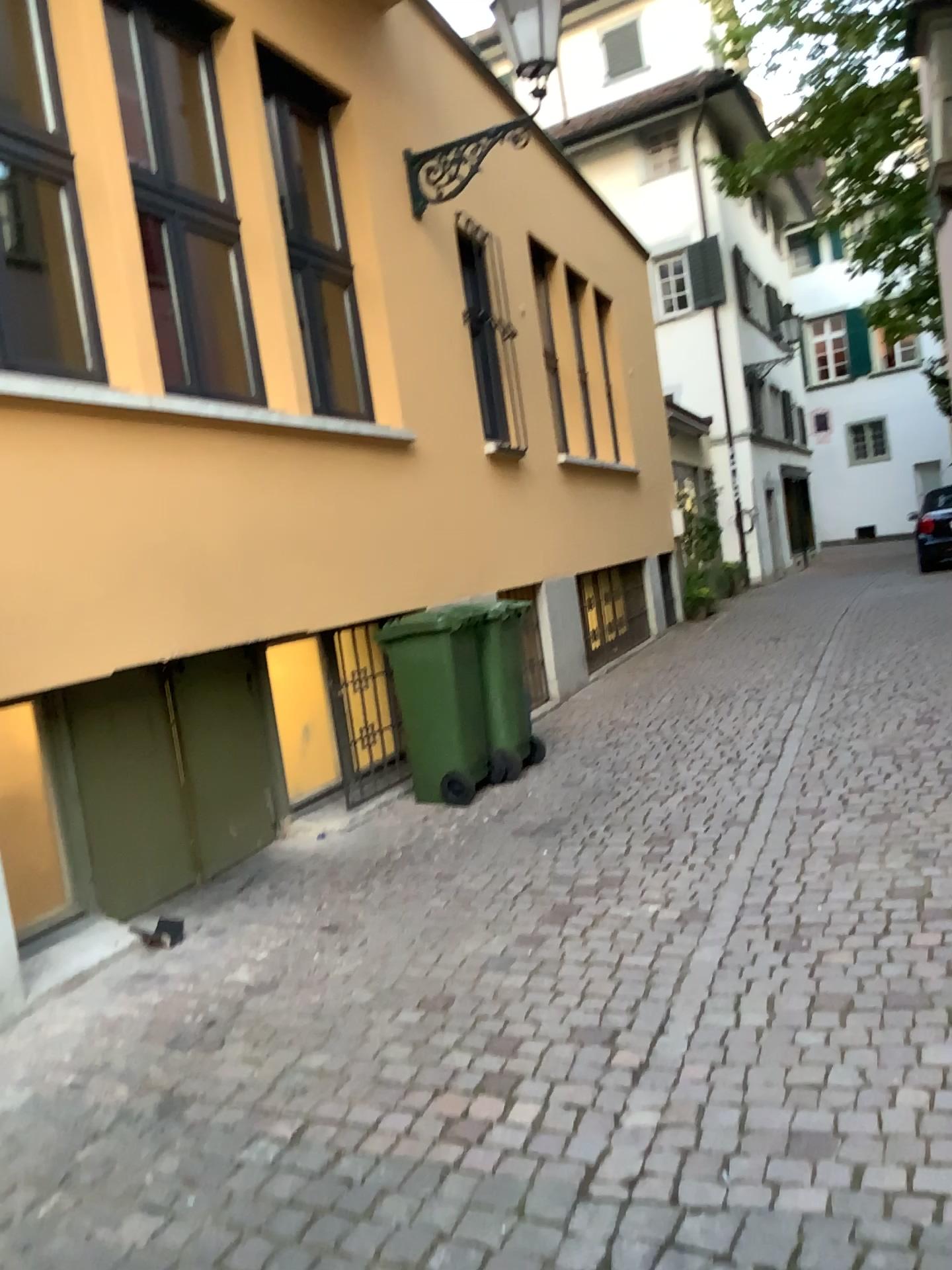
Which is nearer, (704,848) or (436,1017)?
(436,1017)
